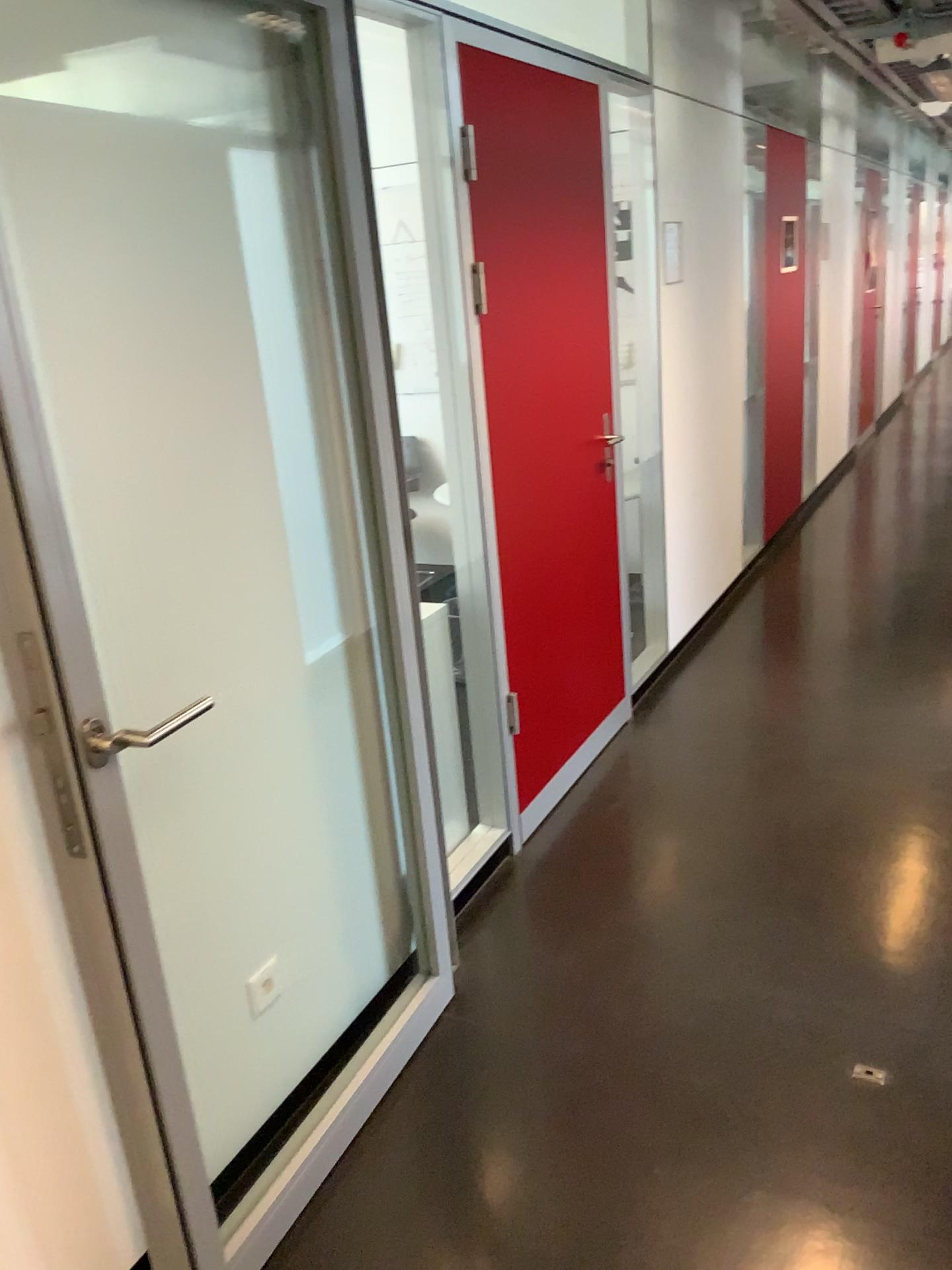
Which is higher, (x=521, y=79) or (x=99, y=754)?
(x=521, y=79)

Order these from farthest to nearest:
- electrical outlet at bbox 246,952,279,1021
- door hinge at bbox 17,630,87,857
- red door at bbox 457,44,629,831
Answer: red door at bbox 457,44,629,831 < electrical outlet at bbox 246,952,279,1021 < door hinge at bbox 17,630,87,857

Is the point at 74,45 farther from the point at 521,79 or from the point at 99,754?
the point at 521,79

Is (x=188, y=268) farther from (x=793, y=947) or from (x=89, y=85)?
(x=793, y=947)

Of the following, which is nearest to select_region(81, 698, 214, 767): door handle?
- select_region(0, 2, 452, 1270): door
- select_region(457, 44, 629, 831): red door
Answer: select_region(0, 2, 452, 1270): door

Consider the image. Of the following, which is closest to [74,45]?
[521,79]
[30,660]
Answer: [30,660]

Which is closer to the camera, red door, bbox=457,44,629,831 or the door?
the door

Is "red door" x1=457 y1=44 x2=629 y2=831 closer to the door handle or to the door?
the door

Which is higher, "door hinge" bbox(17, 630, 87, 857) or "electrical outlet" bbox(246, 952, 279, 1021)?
"door hinge" bbox(17, 630, 87, 857)
